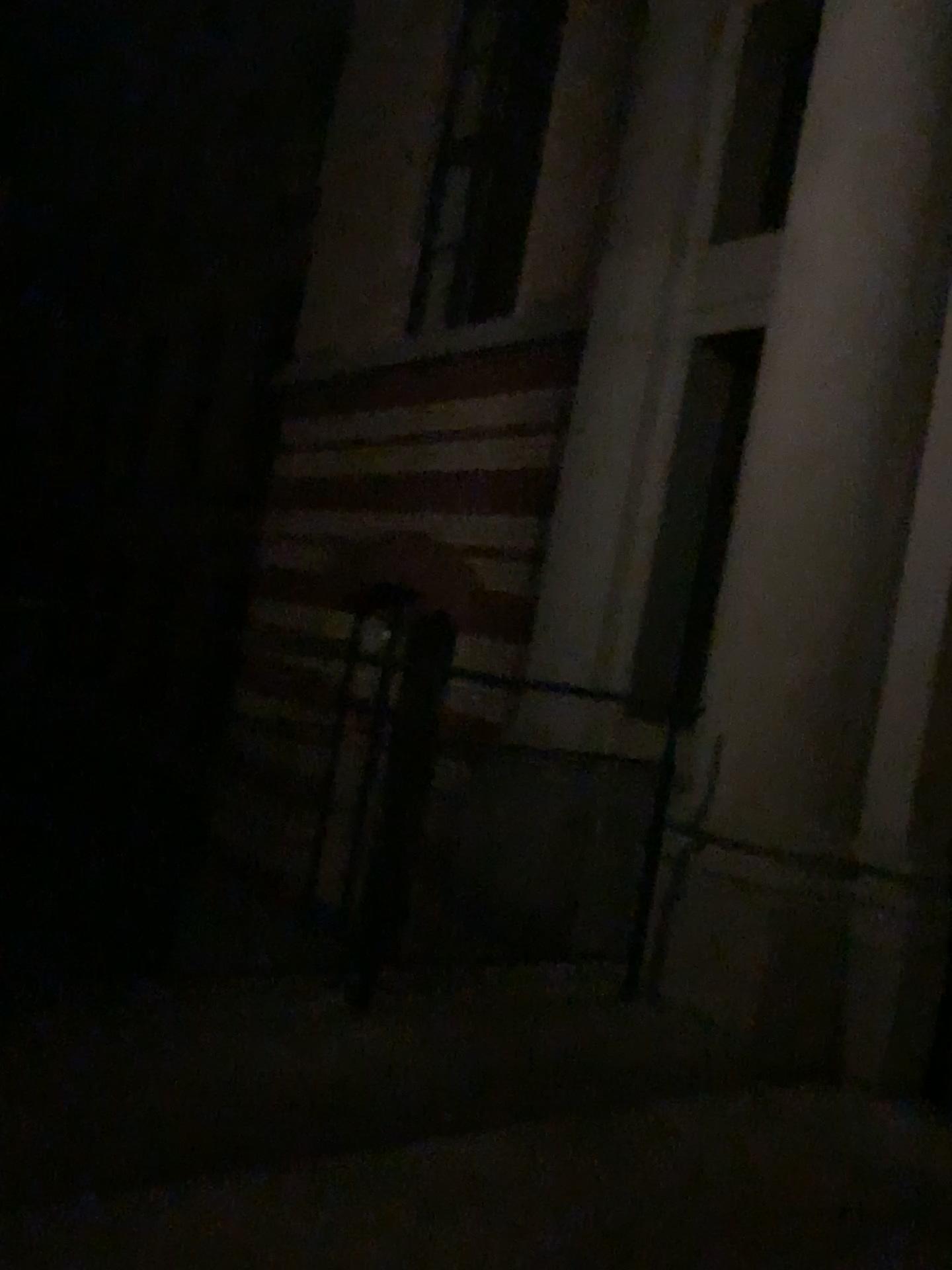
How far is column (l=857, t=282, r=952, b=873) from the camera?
3.68m

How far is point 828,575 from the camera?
3.75m

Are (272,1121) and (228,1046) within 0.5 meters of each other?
yes

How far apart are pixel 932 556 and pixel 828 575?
0.35m

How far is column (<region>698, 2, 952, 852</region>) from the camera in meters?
3.7 m

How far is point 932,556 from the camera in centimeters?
368cm
